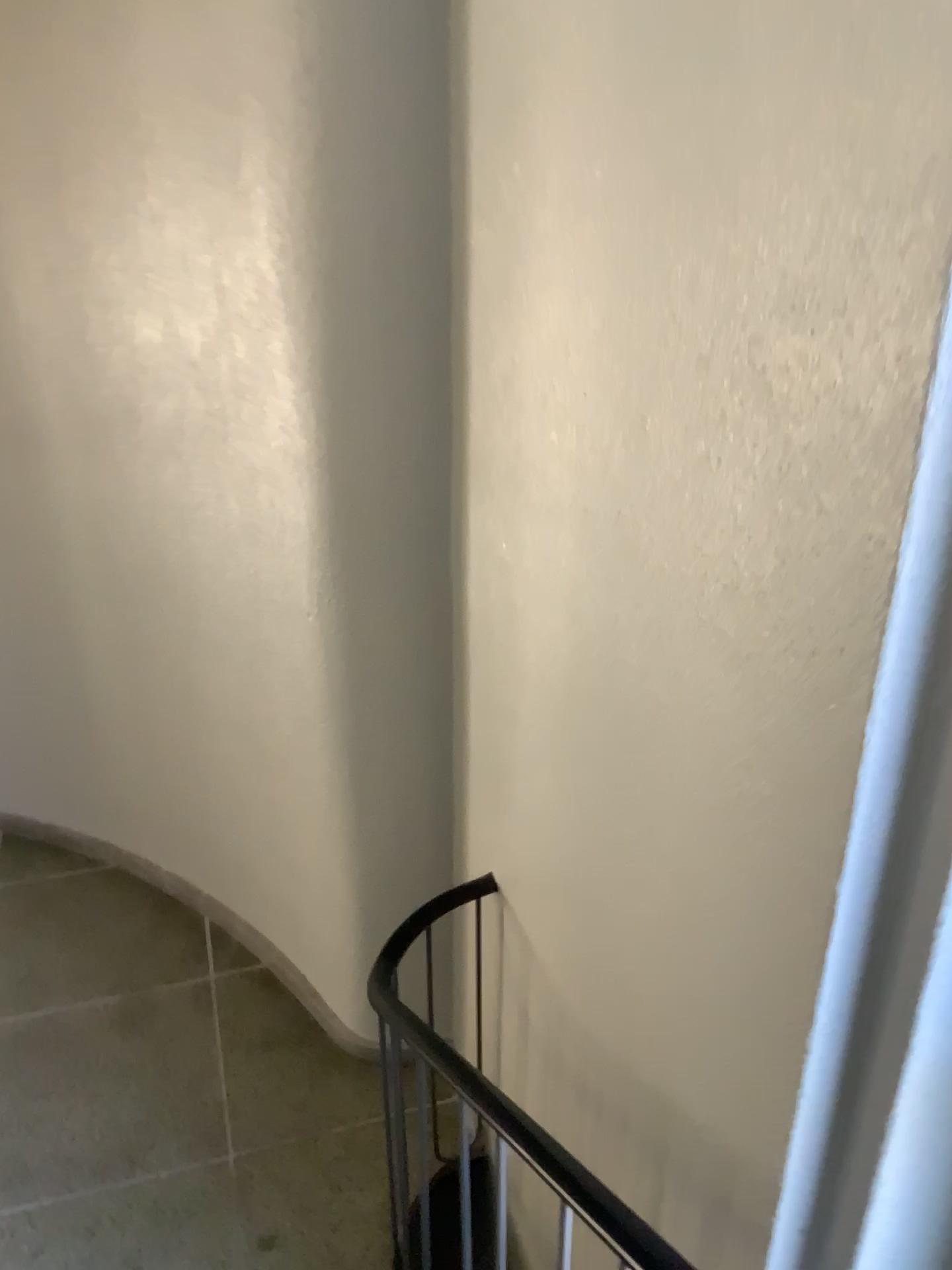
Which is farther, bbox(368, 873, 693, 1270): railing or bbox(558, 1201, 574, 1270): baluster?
bbox(558, 1201, 574, 1270): baluster

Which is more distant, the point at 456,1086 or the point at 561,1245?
the point at 561,1245

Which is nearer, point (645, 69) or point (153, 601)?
point (645, 69)

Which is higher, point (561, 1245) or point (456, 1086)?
point (456, 1086)
